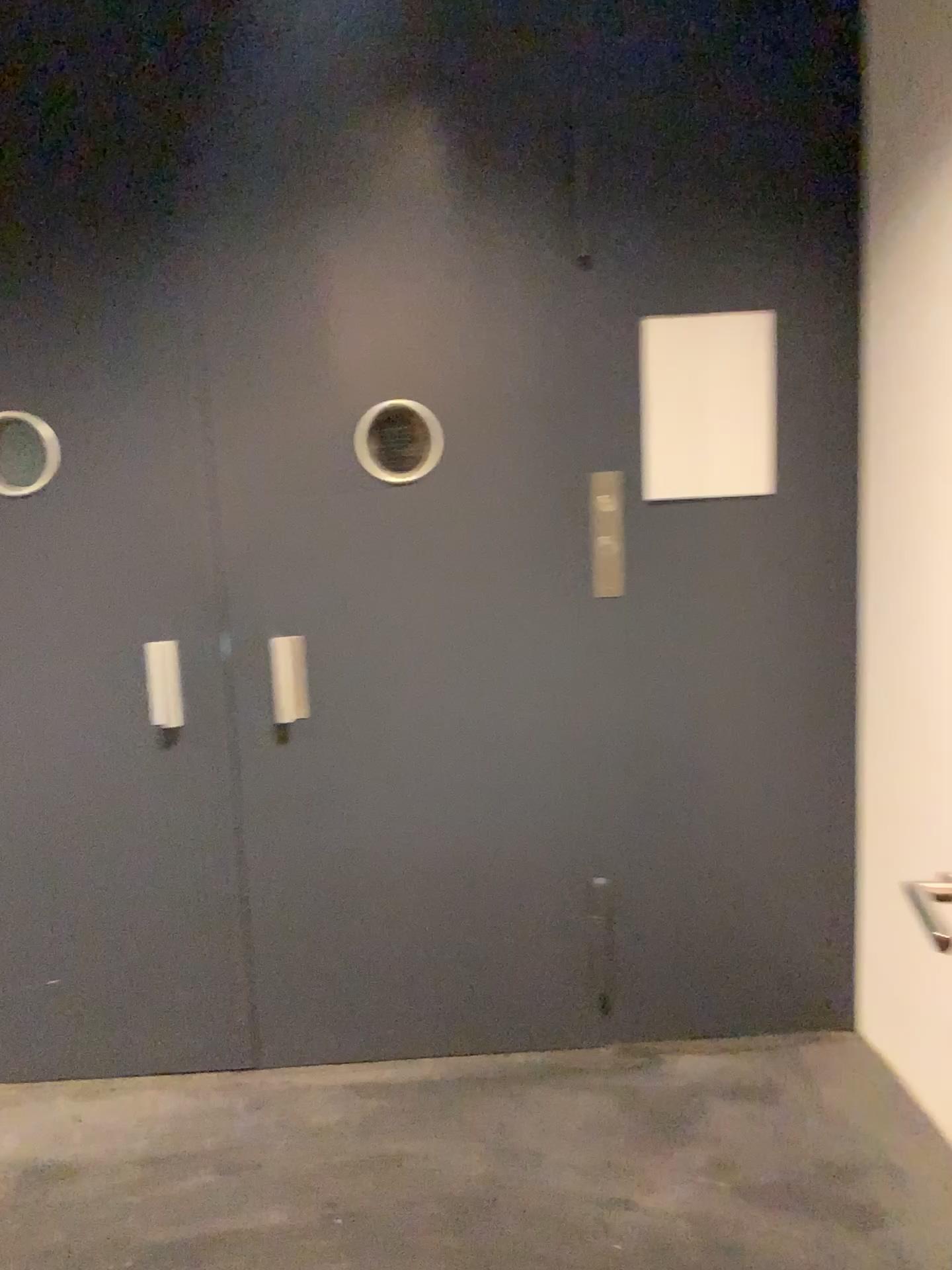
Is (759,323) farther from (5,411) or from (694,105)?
(5,411)

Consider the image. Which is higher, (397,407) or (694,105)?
(694,105)

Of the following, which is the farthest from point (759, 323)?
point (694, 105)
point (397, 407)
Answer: point (397, 407)

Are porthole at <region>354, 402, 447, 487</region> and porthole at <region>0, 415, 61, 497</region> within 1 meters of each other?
yes

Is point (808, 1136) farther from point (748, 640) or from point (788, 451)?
point (788, 451)

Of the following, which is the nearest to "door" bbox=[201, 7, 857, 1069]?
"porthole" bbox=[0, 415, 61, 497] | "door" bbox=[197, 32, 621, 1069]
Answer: "door" bbox=[197, 32, 621, 1069]

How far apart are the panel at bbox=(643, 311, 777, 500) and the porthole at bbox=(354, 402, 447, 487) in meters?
0.5

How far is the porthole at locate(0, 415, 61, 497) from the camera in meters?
2.3

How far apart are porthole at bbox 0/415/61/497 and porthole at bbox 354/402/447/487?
0.7 meters

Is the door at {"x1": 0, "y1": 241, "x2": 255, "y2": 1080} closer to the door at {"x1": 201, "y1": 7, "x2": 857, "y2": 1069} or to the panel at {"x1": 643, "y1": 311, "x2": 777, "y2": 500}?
the door at {"x1": 201, "y1": 7, "x2": 857, "y2": 1069}
